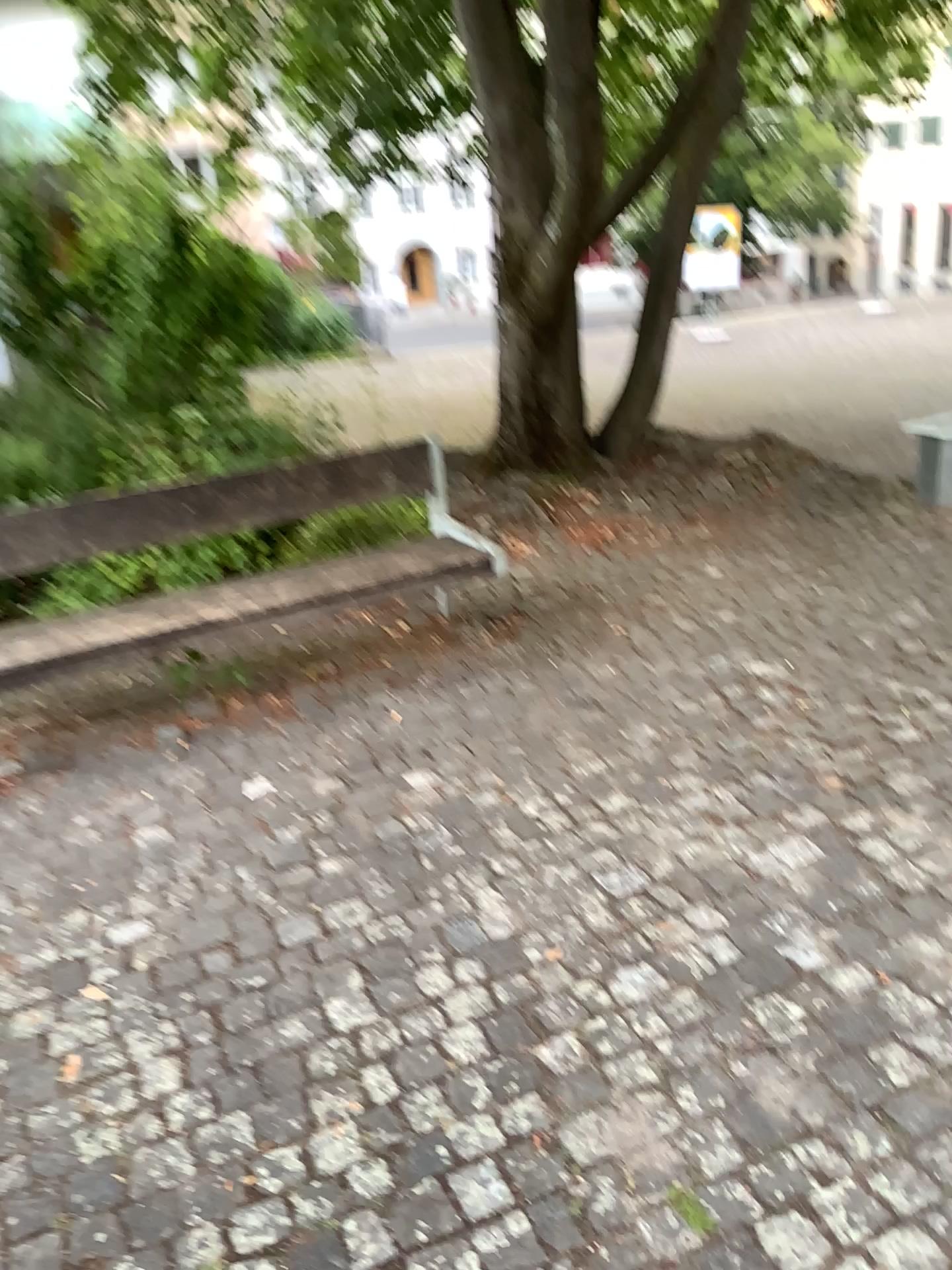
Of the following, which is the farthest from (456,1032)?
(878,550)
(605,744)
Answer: (878,550)
